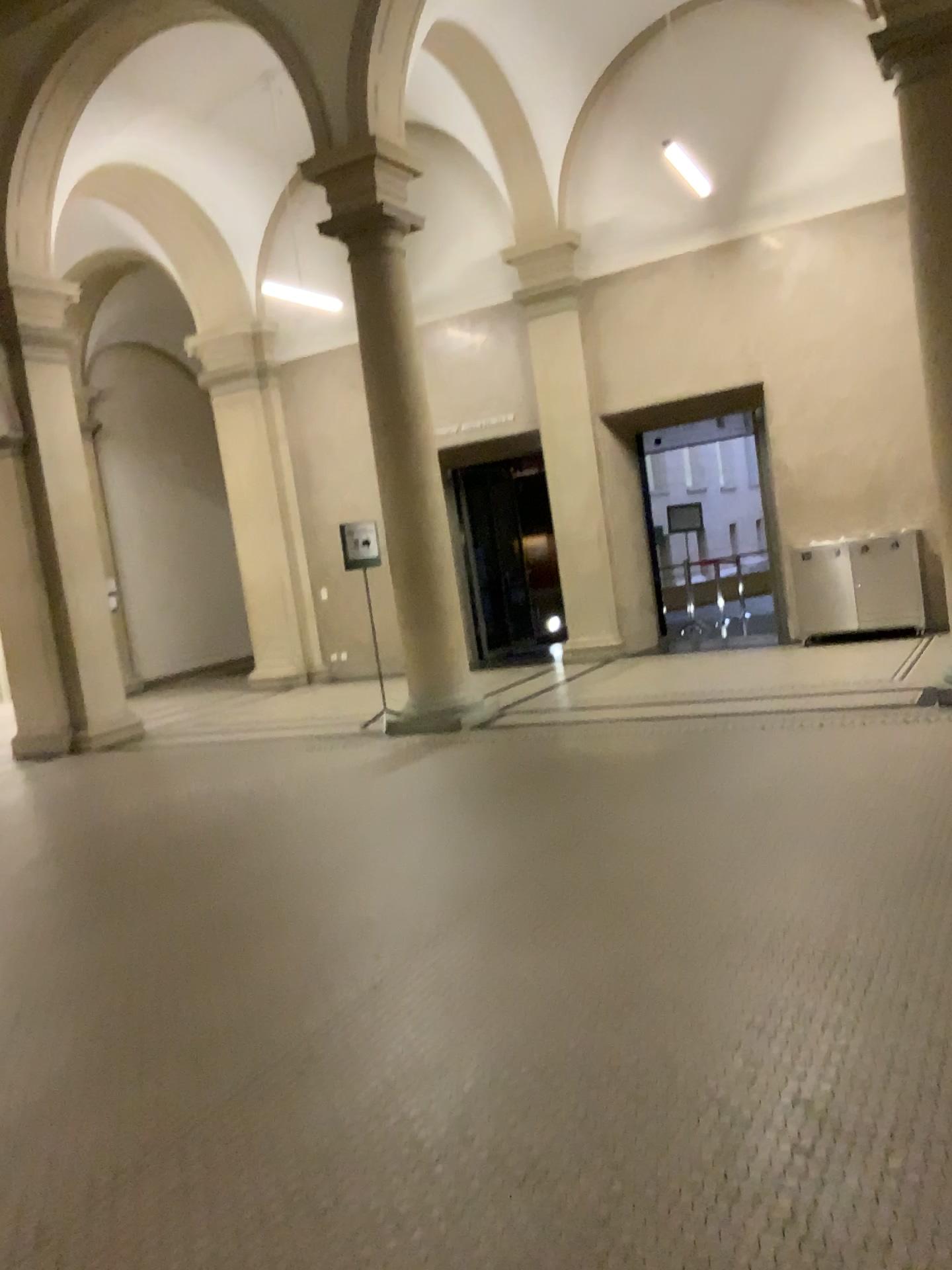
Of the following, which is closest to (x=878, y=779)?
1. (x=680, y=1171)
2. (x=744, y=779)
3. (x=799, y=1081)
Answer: (x=744, y=779)
